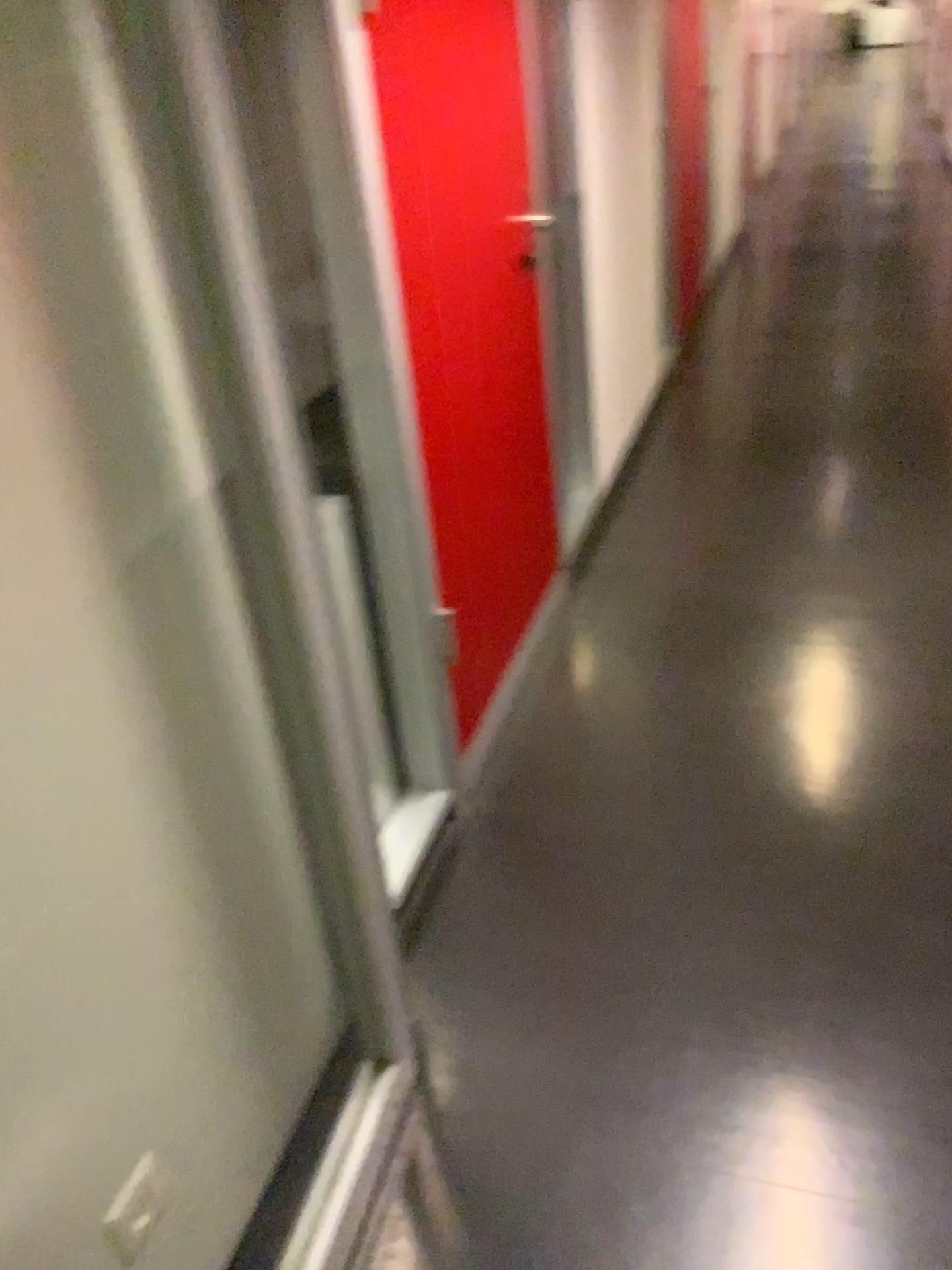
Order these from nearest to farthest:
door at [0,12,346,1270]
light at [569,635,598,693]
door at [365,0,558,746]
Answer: door at [0,12,346,1270], door at [365,0,558,746], light at [569,635,598,693]

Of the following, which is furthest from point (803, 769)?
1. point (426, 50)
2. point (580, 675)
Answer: point (426, 50)

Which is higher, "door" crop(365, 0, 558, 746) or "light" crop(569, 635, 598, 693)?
"door" crop(365, 0, 558, 746)

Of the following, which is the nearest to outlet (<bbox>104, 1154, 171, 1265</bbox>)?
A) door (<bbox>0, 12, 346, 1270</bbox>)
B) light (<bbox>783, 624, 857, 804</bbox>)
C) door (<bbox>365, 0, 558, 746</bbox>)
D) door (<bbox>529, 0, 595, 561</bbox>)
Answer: door (<bbox>0, 12, 346, 1270</bbox>)

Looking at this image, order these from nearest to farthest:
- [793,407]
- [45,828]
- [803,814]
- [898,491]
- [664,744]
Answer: [45,828], [803,814], [664,744], [898,491], [793,407]

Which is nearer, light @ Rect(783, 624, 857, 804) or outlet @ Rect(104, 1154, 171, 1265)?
outlet @ Rect(104, 1154, 171, 1265)

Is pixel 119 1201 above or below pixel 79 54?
below

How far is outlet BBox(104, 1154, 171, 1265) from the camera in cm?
116

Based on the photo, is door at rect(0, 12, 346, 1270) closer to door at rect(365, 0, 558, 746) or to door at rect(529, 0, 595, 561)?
door at rect(365, 0, 558, 746)

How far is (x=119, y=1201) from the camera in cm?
116
